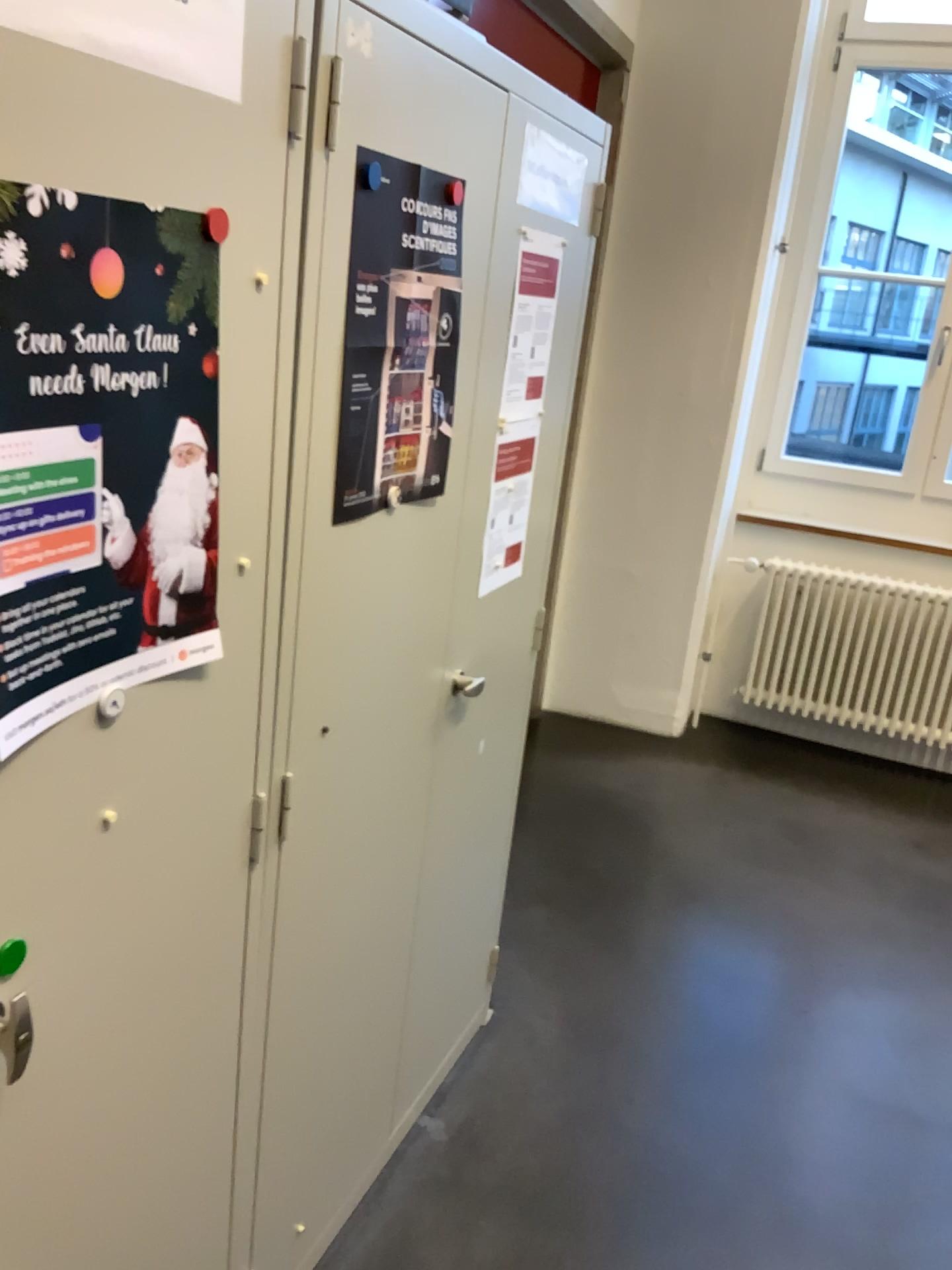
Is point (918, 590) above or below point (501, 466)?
below

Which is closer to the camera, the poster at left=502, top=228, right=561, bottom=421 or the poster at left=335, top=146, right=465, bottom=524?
the poster at left=335, top=146, right=465, bottom=524

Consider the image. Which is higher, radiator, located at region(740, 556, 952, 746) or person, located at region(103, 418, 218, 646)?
person, located at region(103, 418, 218, 646)

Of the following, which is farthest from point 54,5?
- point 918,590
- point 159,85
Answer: point 918,590

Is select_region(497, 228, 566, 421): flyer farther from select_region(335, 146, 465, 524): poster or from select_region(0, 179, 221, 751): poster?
select_region(0, 179, 221, 751): poster

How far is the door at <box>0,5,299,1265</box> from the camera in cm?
86

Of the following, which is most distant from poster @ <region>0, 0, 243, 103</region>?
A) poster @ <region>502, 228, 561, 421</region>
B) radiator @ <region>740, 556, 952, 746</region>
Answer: radiator @ <region>740, 556, 952, 746</region>

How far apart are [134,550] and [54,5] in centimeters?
42cm

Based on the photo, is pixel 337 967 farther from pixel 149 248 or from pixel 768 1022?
pixel 768 1022

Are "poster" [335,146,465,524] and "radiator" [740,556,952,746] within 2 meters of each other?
no
